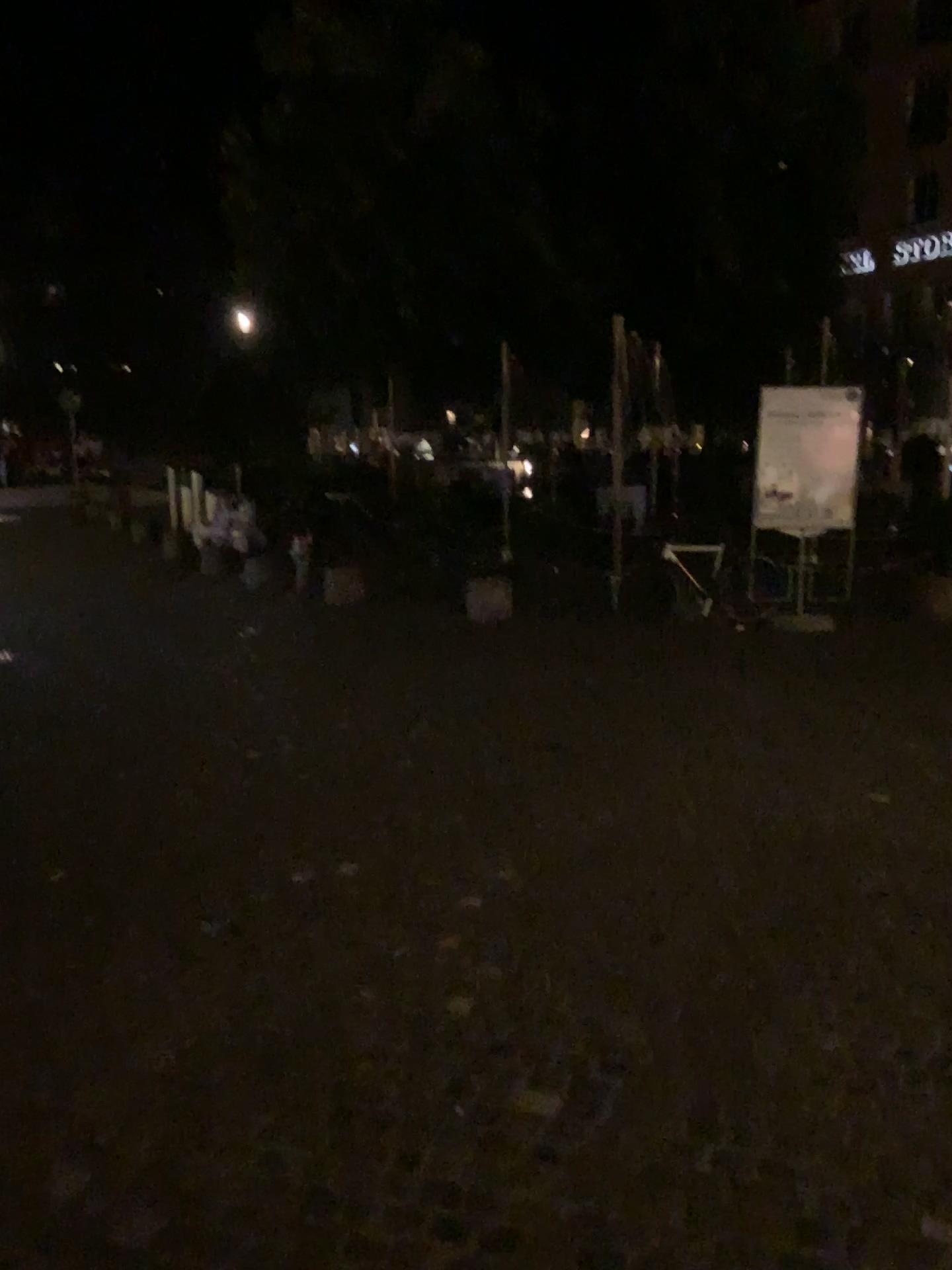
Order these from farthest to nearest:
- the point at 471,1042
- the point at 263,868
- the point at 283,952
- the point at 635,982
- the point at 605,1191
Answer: the point at 263,868, the point at 283,952, the point at 635,982, the point at 471,1042, the point at 605,1191
